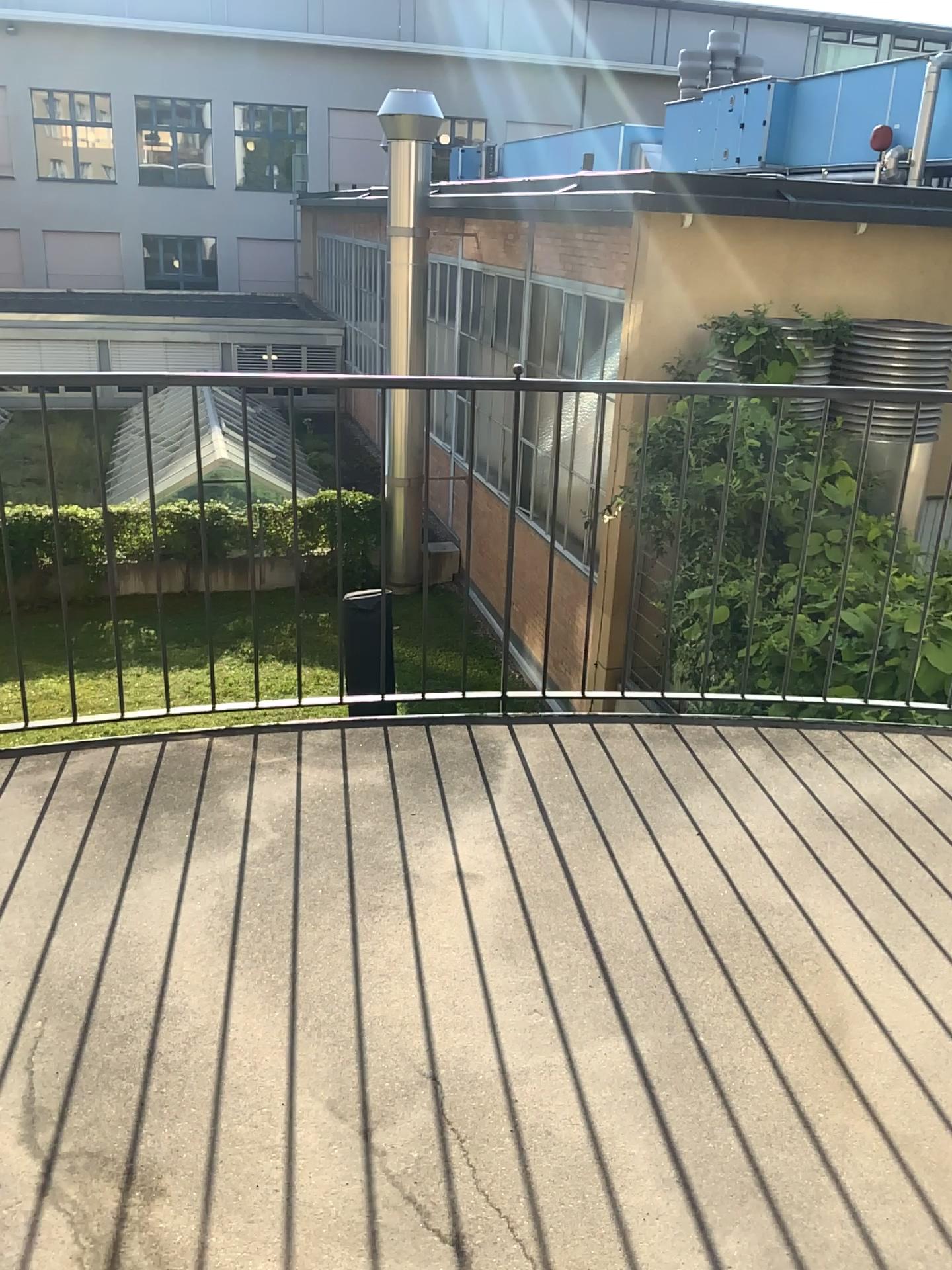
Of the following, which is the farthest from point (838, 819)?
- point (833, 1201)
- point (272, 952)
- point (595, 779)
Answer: point (272, 952)
